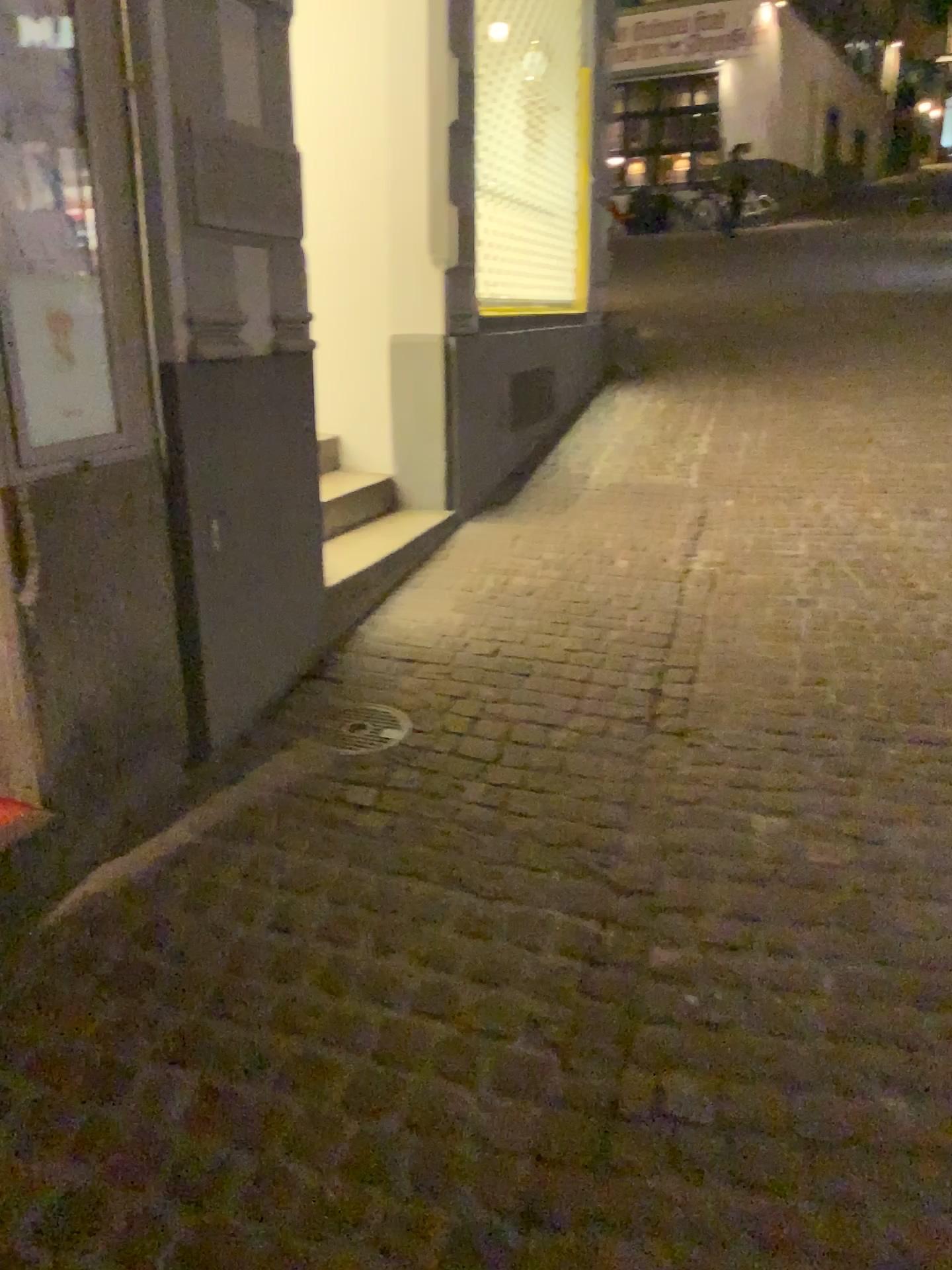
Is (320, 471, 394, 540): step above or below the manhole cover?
above

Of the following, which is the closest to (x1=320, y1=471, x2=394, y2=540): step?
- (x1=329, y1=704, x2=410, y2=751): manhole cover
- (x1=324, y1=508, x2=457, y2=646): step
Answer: (x1=324, y1=508, x2=457, y2=646): step

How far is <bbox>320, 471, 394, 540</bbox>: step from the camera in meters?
4.2

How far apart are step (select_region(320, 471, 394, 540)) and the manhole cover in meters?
1.3 m

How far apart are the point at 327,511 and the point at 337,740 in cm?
159

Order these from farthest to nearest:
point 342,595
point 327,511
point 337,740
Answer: point 327,511 < point 342,595 < point 337,740

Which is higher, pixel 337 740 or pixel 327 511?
pixel 327 511

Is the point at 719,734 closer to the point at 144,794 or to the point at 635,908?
the point at 635,908

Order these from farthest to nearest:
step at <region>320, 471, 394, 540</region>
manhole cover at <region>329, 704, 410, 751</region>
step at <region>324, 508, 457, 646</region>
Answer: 1. step at <region>320, 471, 394, 540</region>
2. step at <region>324, 508, 457, 646</region>
3. manhole cover at <region>329, 704, 410, 751</region>

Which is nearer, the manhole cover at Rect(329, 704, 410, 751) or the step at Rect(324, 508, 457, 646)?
the manhole cover at Rect(329, 704, 410, 751)
